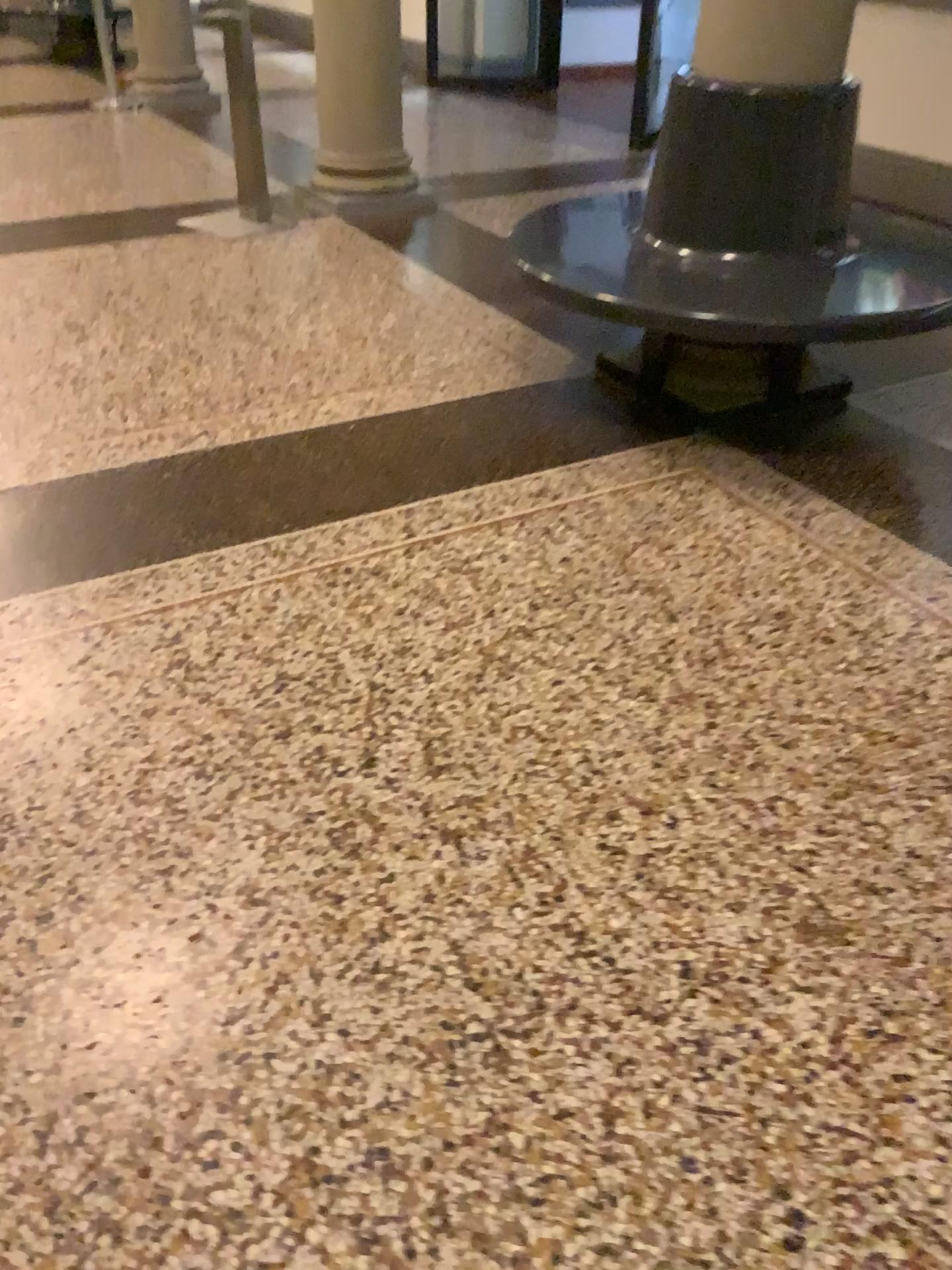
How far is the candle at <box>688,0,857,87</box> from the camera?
2.6 meters

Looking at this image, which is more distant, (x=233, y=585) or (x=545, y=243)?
(x=545, y=243)

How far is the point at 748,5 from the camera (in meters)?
2.62

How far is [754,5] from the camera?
2.6 meters

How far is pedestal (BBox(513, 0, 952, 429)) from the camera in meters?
2.6 m
